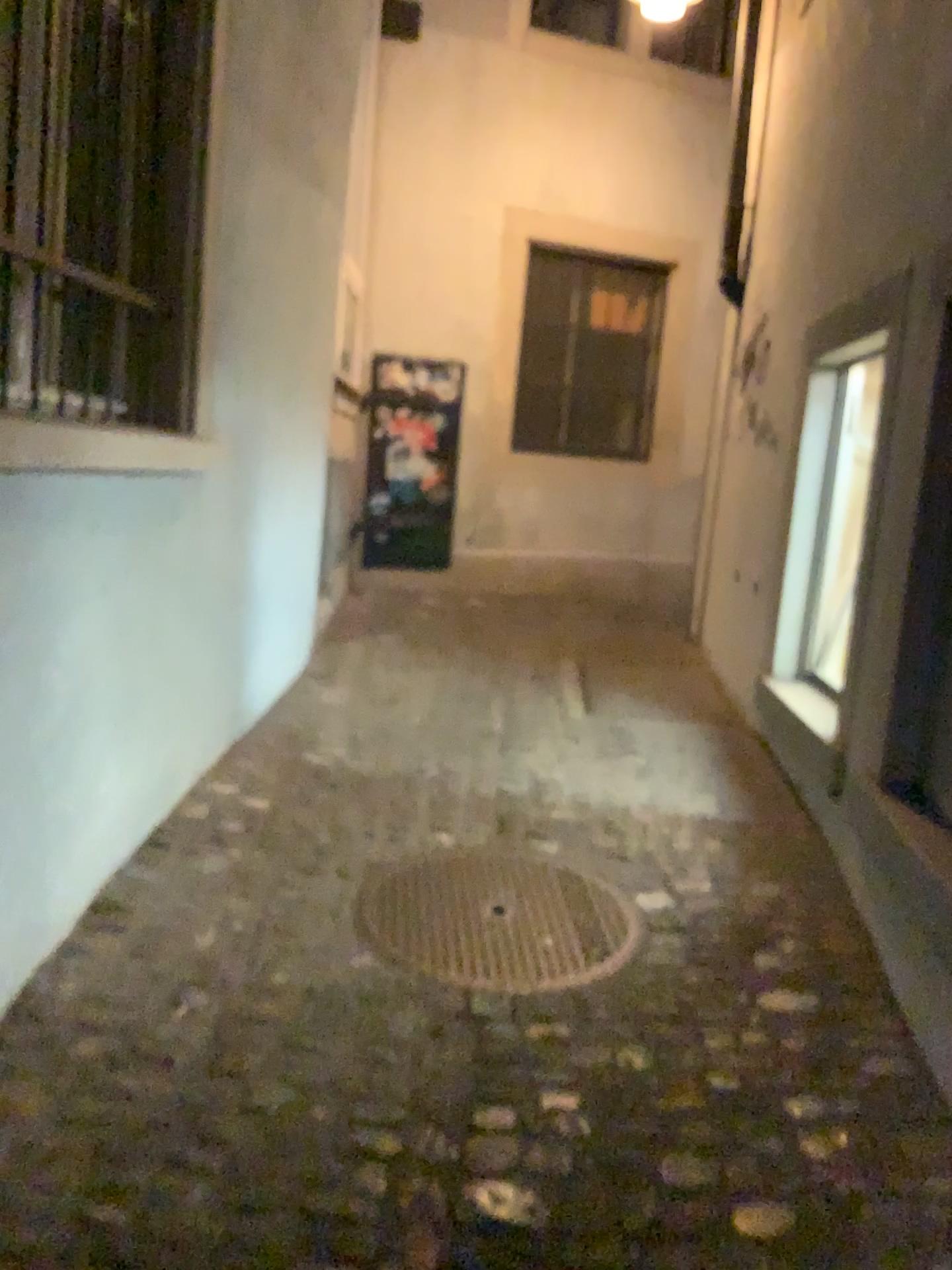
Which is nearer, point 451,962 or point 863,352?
point 451,962

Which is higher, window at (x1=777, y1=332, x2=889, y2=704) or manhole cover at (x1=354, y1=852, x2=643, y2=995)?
window at (x1=777, y1=332, x2=889, y2=704)

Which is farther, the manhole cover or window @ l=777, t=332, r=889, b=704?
window @ l=777, t=332, r=889, b=704

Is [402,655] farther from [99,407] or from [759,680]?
[99,407]

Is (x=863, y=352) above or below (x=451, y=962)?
above
